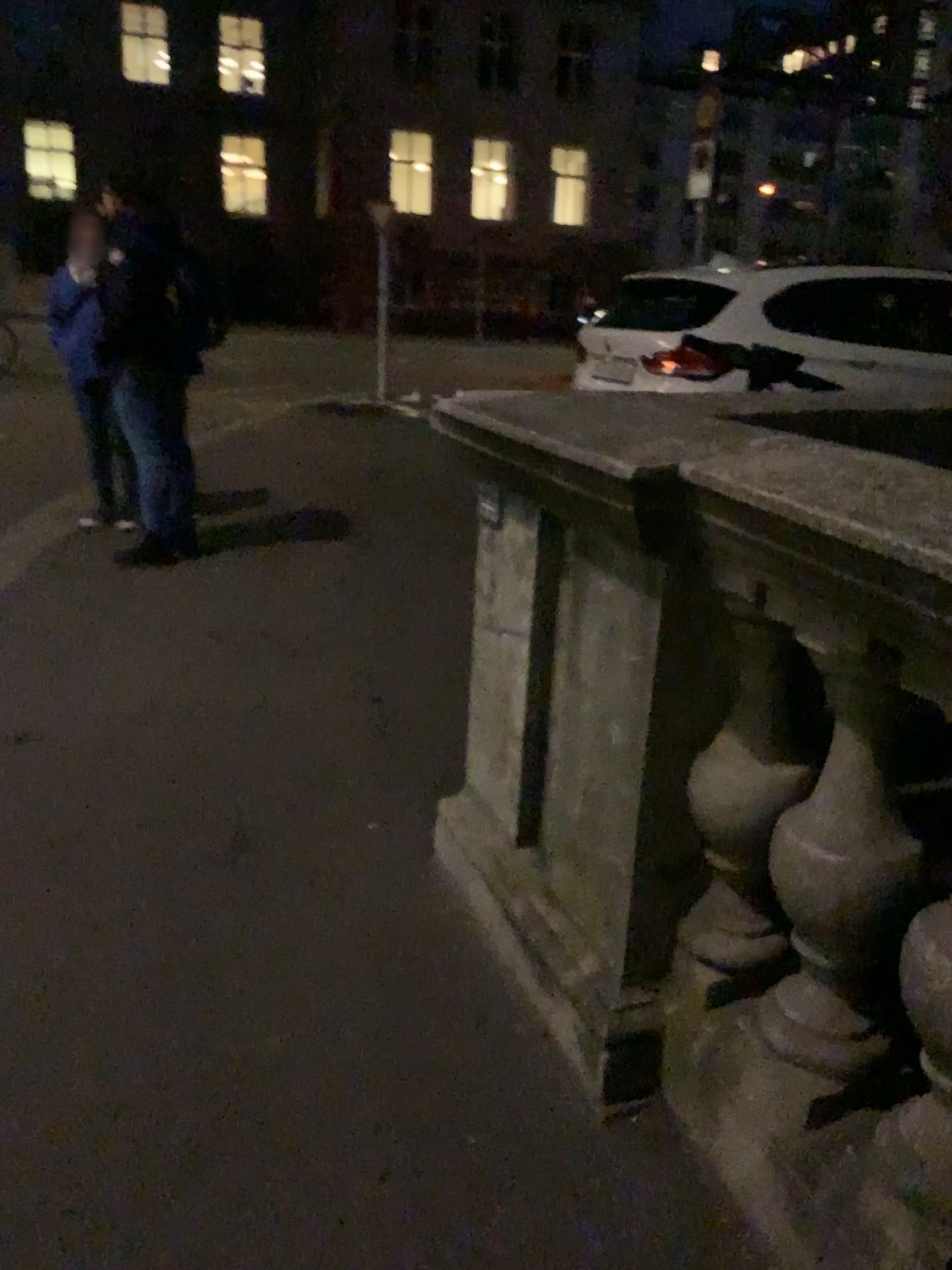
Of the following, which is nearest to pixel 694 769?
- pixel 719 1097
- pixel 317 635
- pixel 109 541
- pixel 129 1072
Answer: pixel 719 1097
